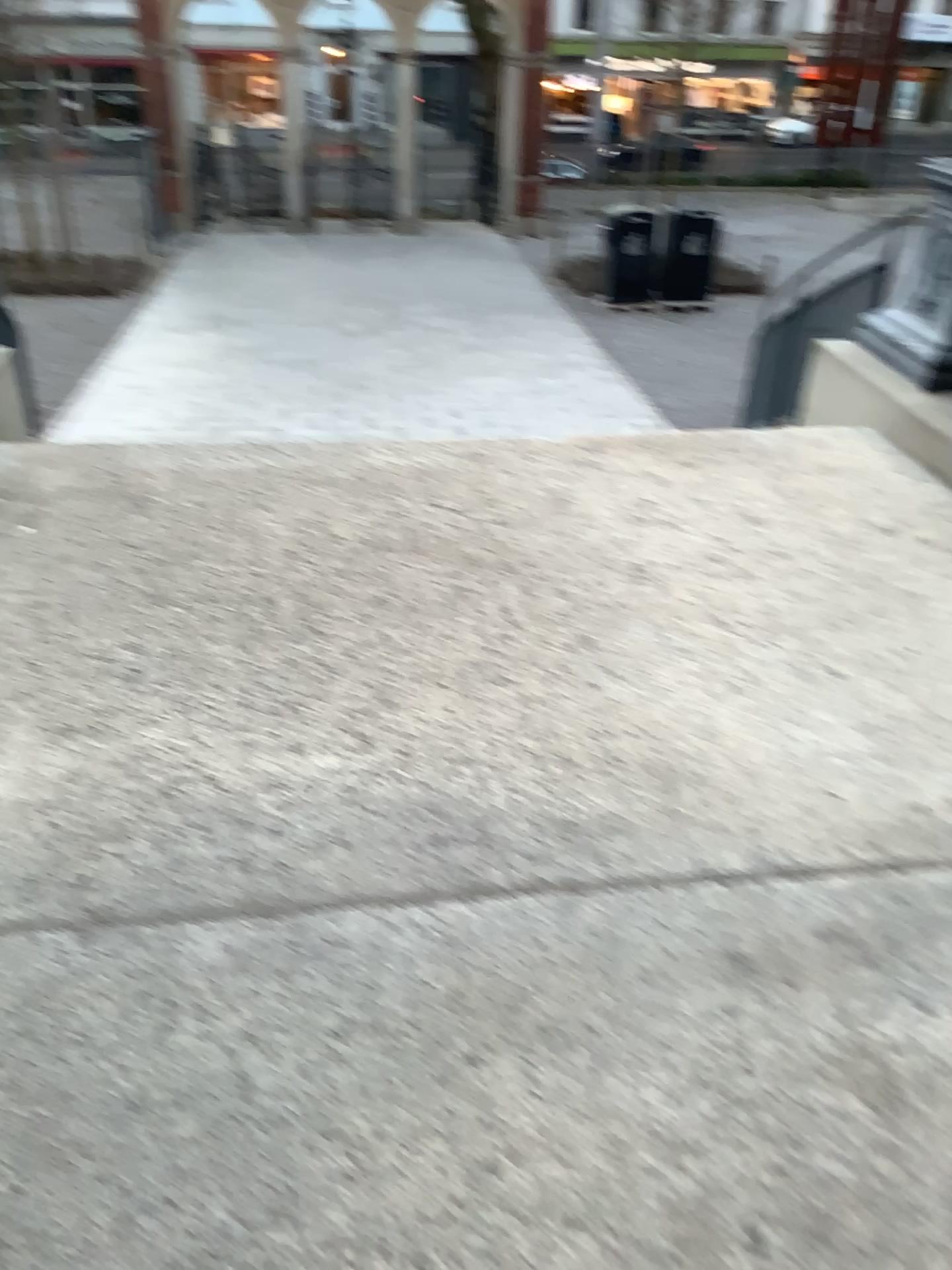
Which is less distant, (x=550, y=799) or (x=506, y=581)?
(x=550, y=799)
